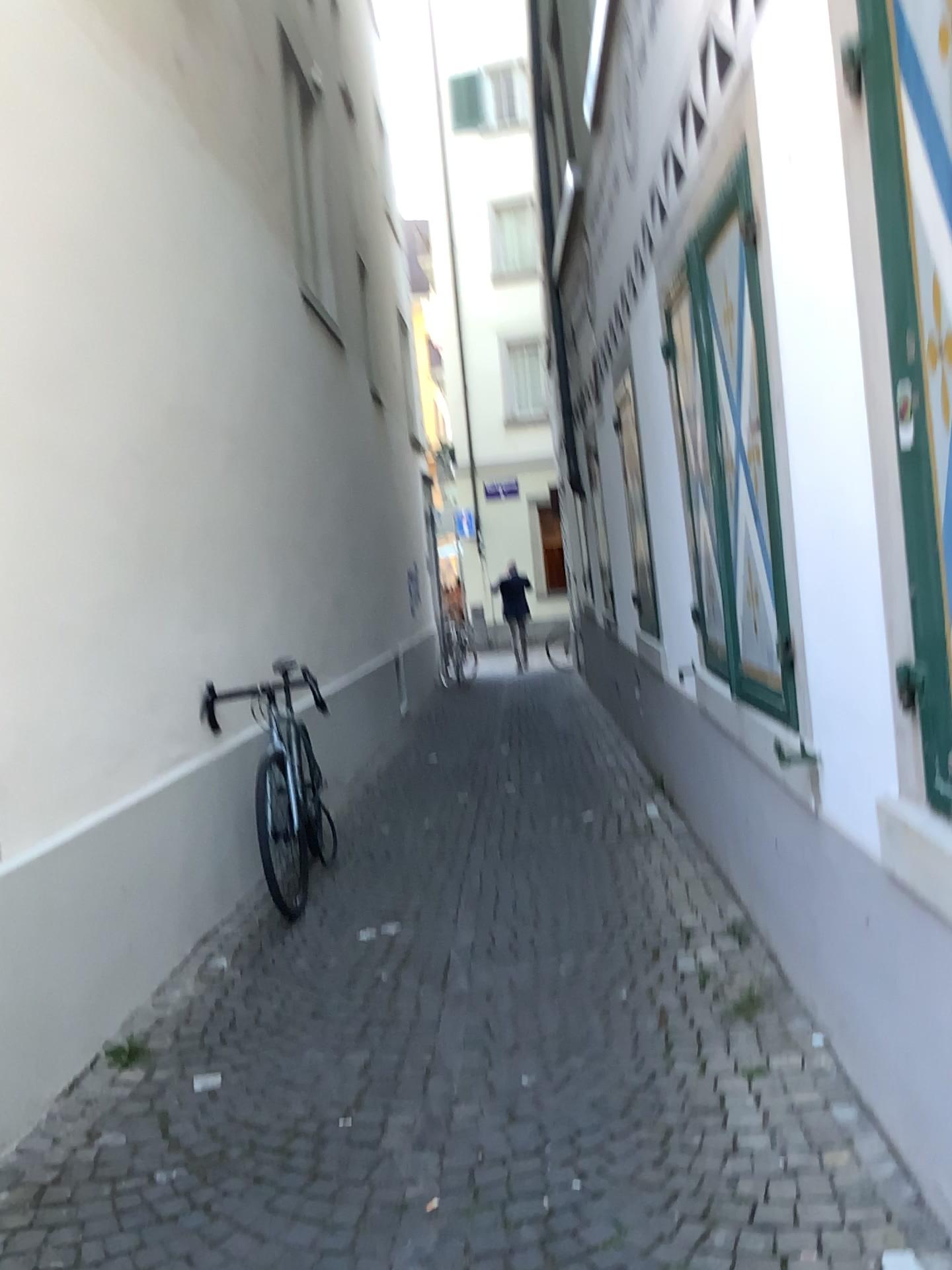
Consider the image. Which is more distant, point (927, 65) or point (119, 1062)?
point (119, 1062)

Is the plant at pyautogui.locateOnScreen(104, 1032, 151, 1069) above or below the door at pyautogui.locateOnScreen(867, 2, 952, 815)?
below

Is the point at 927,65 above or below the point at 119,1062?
above

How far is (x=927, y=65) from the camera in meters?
1.5 m

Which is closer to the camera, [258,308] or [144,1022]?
[144,1022]

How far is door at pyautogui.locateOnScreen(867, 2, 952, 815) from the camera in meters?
1.5

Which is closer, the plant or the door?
the door
